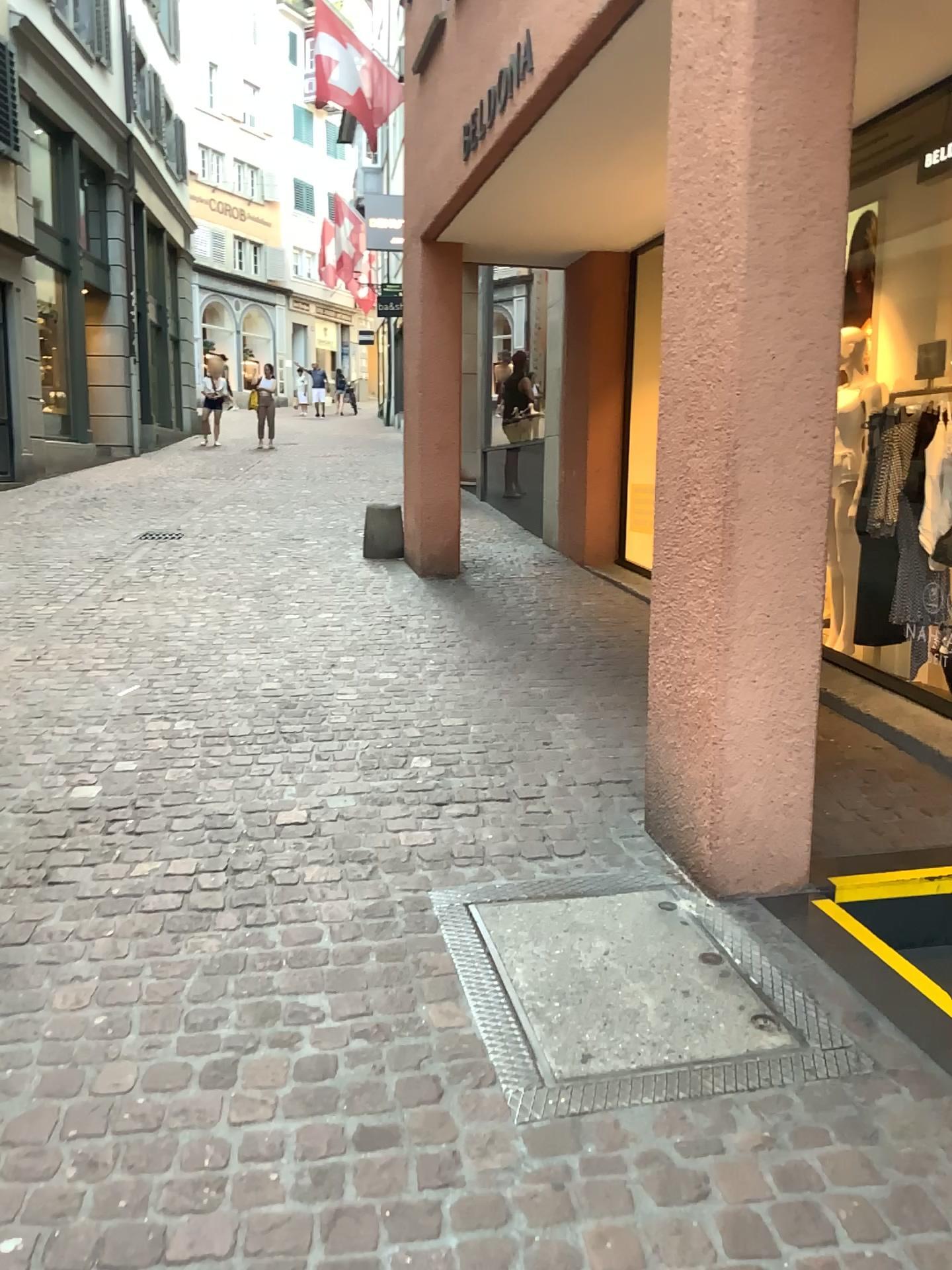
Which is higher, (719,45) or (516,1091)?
(719,45)

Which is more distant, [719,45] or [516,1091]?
[719,45]

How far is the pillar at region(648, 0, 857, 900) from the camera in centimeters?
259cm

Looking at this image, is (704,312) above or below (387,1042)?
above

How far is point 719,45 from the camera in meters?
2.6 m

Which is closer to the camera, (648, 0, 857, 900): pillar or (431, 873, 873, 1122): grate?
(431, 873, 873, 1122): grate
